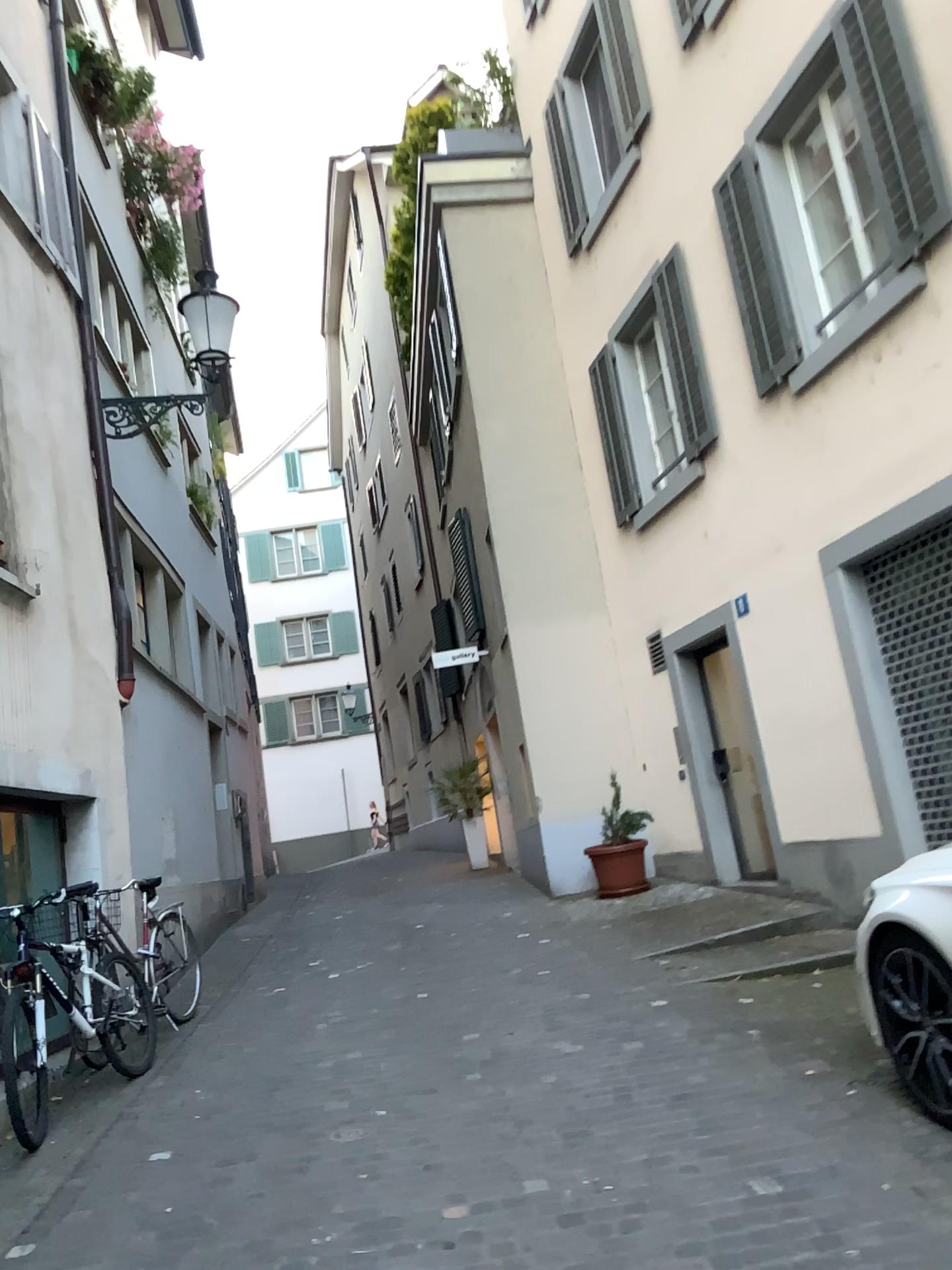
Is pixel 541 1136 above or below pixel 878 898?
below

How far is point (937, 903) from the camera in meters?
3.4

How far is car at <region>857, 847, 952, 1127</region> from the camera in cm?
338
